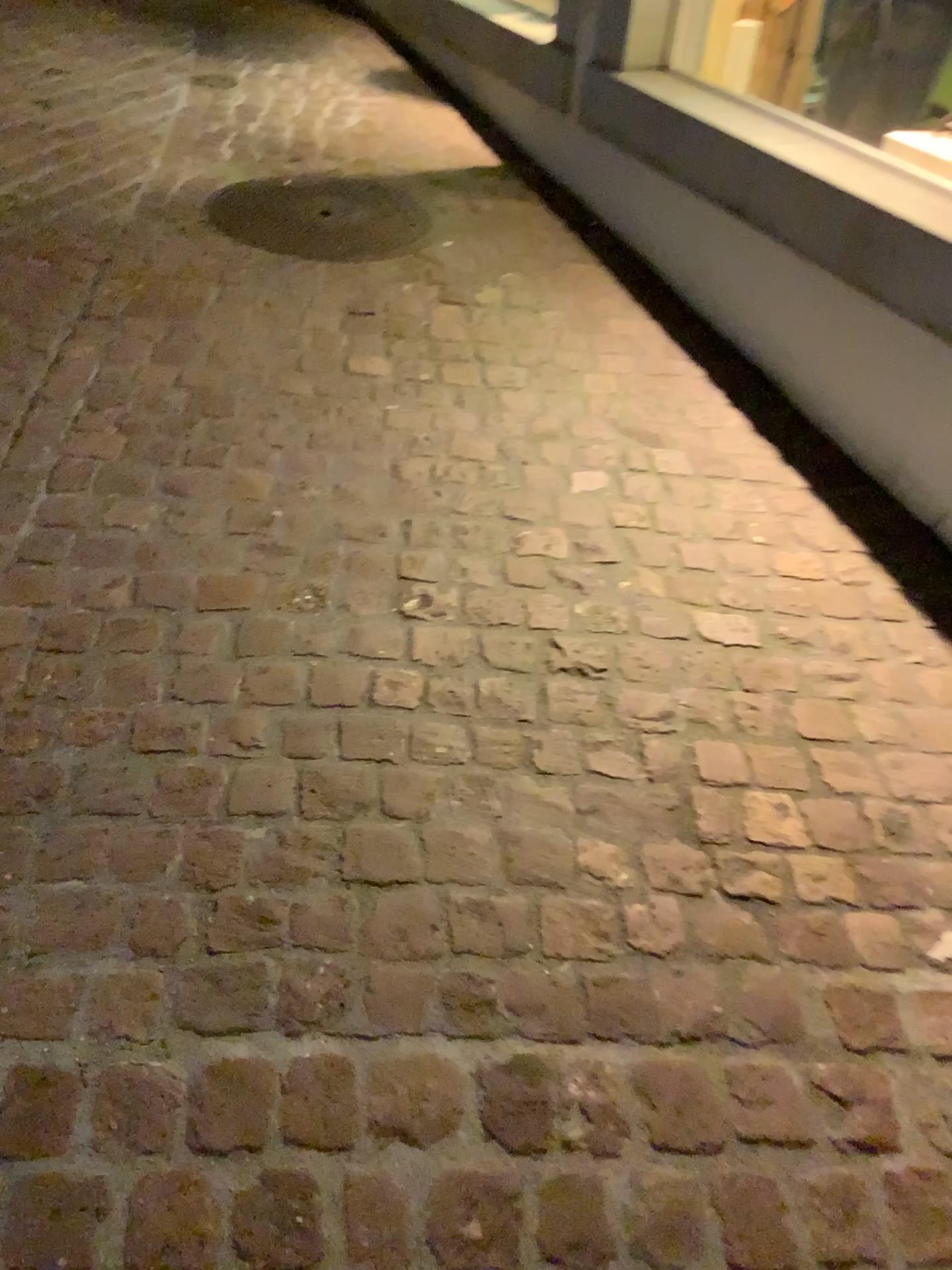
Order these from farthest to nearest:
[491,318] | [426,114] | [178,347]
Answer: [426,114]
[491,318]
[178,347]

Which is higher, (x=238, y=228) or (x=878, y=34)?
(x=878, y=34)

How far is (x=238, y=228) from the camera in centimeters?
312cm

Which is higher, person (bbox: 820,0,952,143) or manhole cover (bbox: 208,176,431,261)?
person (bbox: 820,0,952,143)

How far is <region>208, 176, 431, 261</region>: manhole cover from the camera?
3.1 meters
